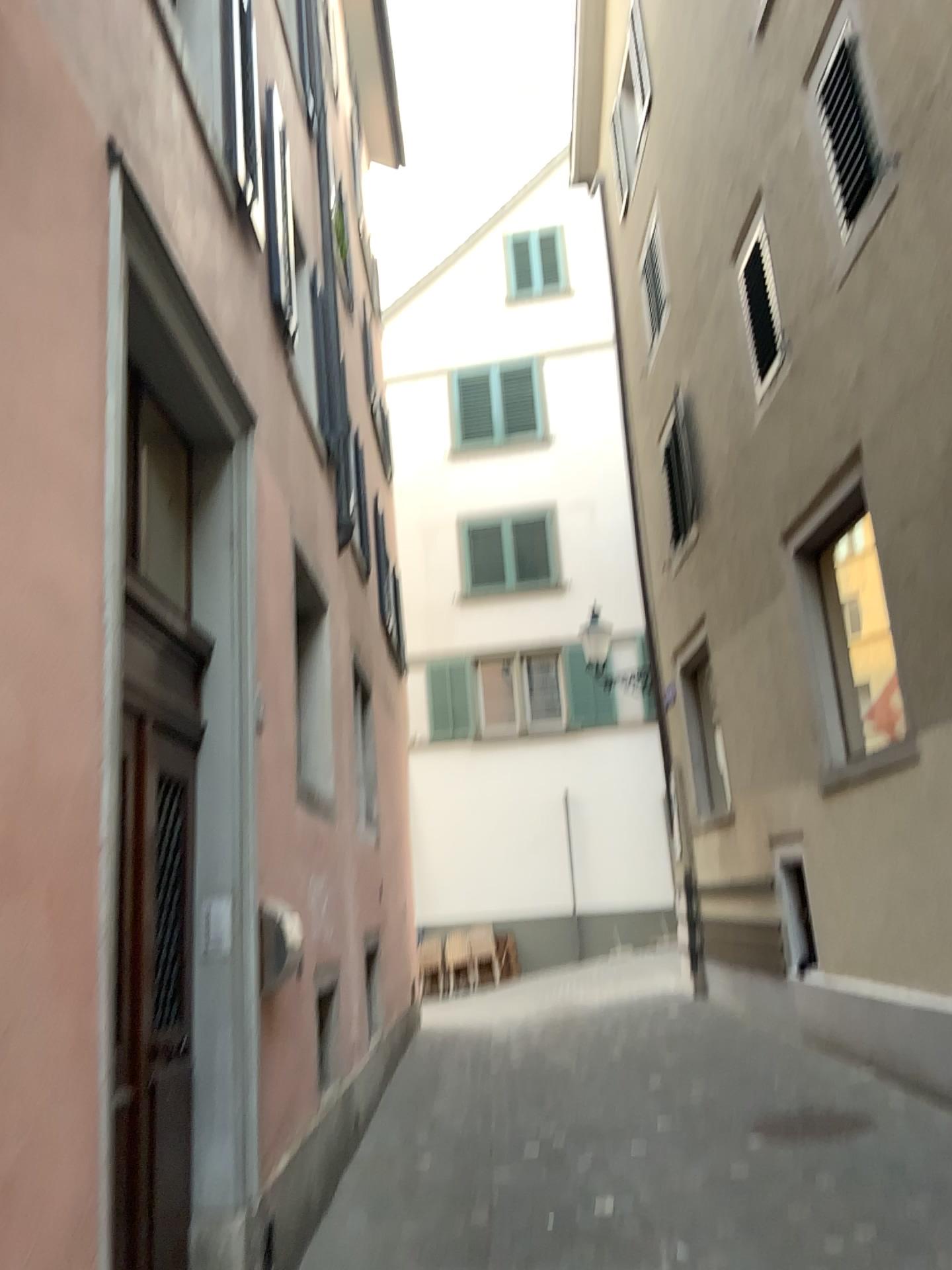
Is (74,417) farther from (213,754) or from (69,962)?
(213,754)
